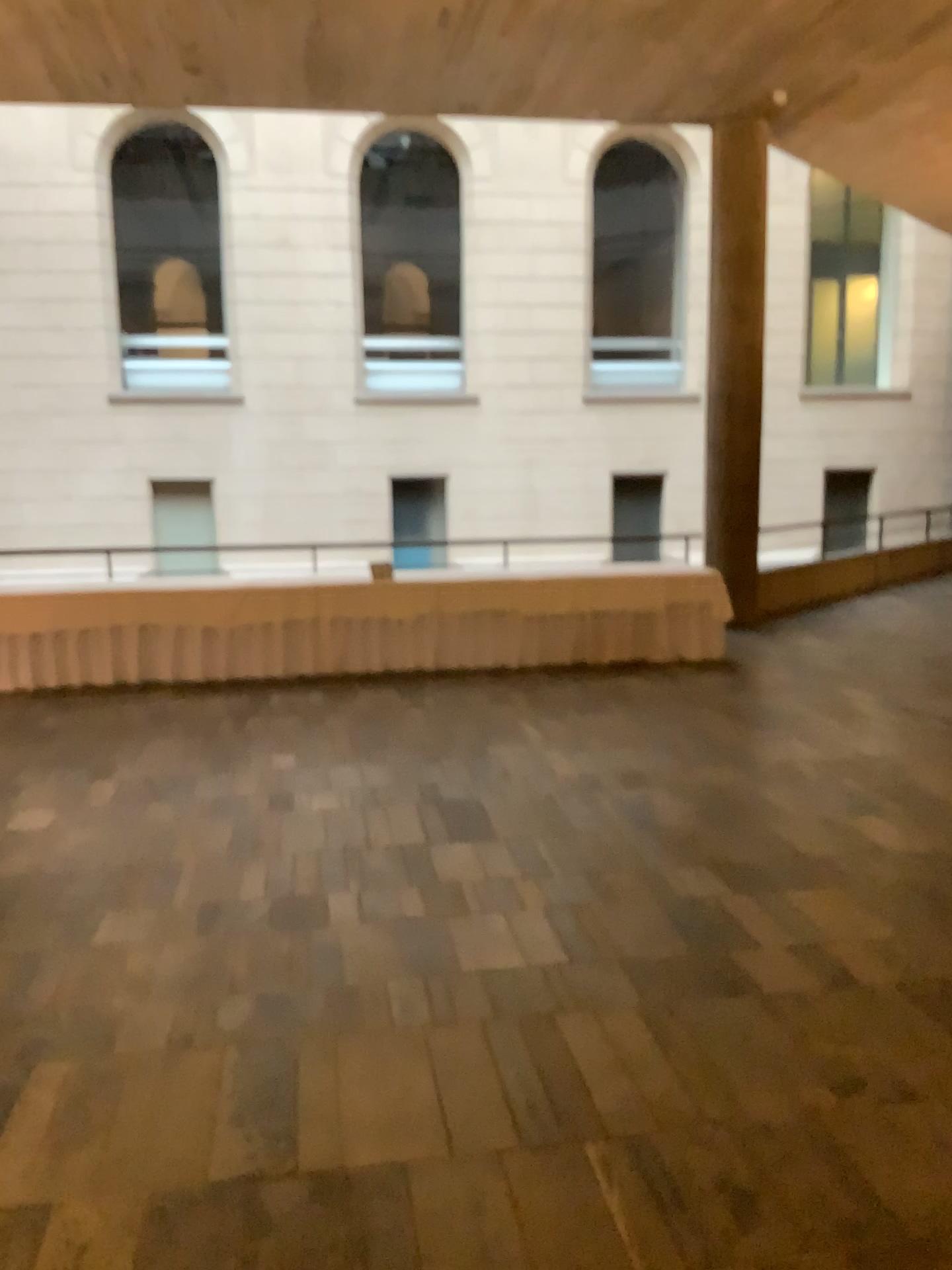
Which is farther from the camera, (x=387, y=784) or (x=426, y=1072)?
(x=387, y=784)
